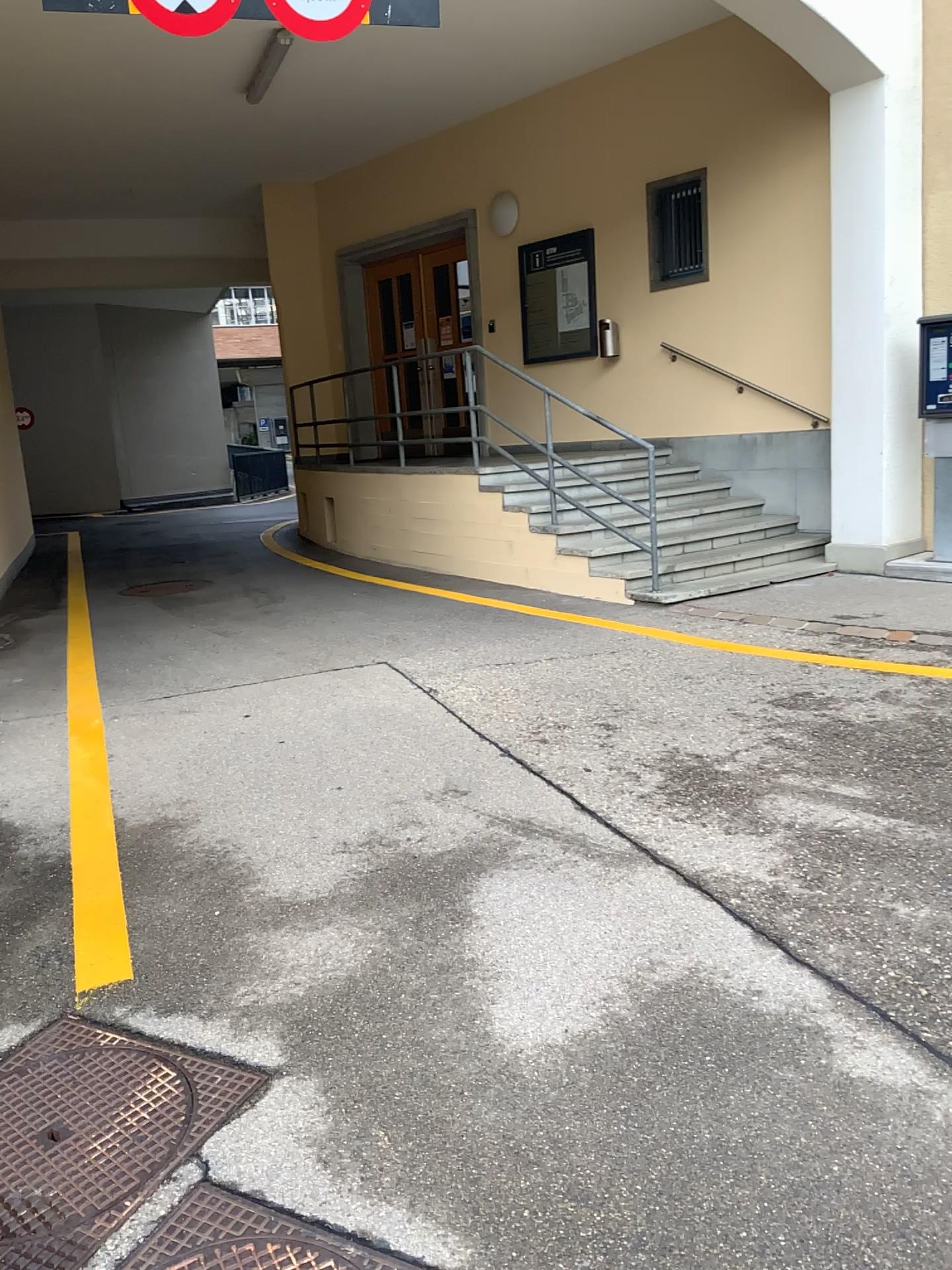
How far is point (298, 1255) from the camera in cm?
196

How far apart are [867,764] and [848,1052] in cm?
185

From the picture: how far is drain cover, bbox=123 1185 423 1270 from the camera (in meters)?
1.96
